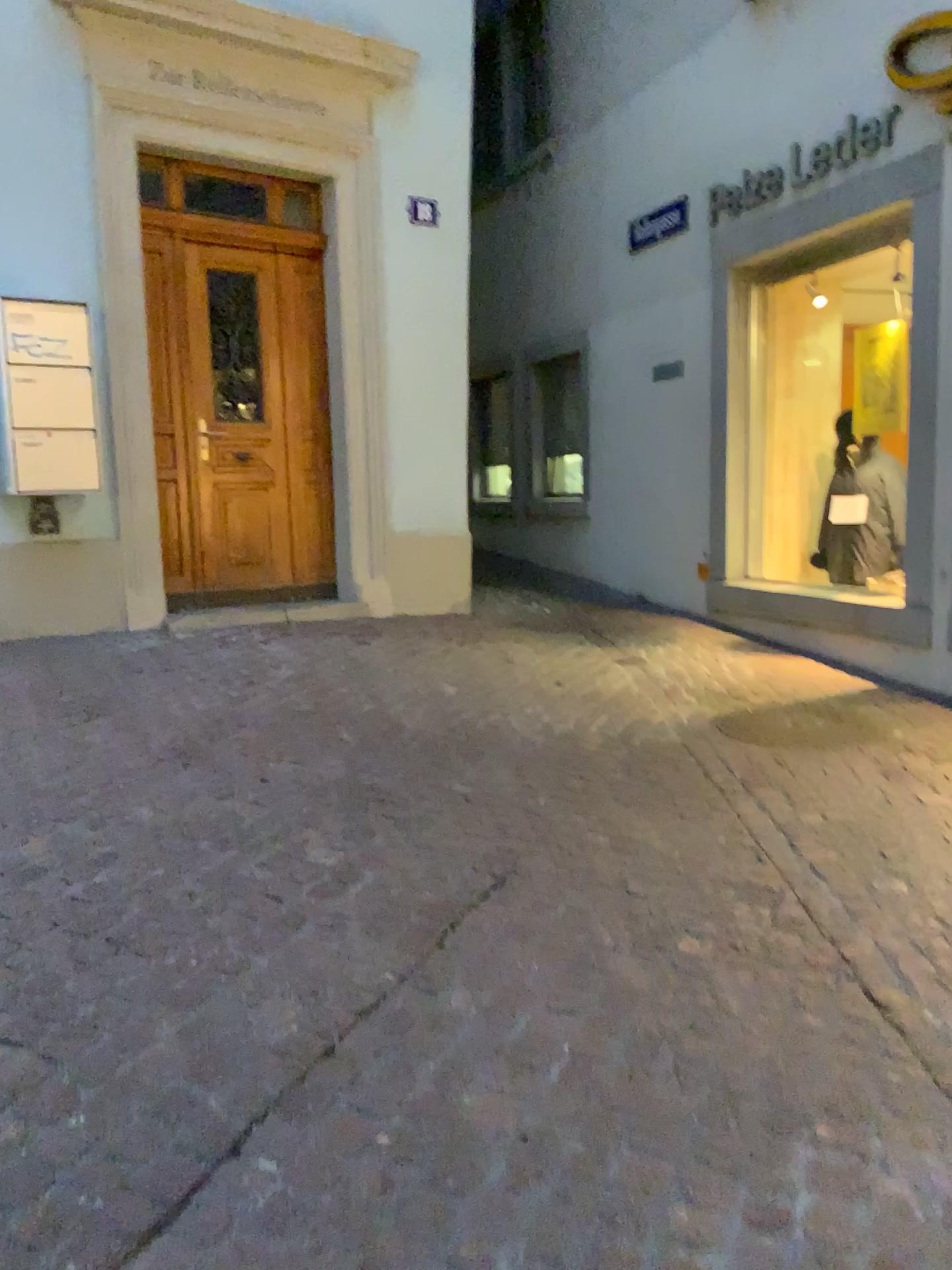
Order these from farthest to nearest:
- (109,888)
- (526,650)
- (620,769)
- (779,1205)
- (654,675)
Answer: (526,650) < (654,675) < (620,769) < (109,888) < (779,1205)
